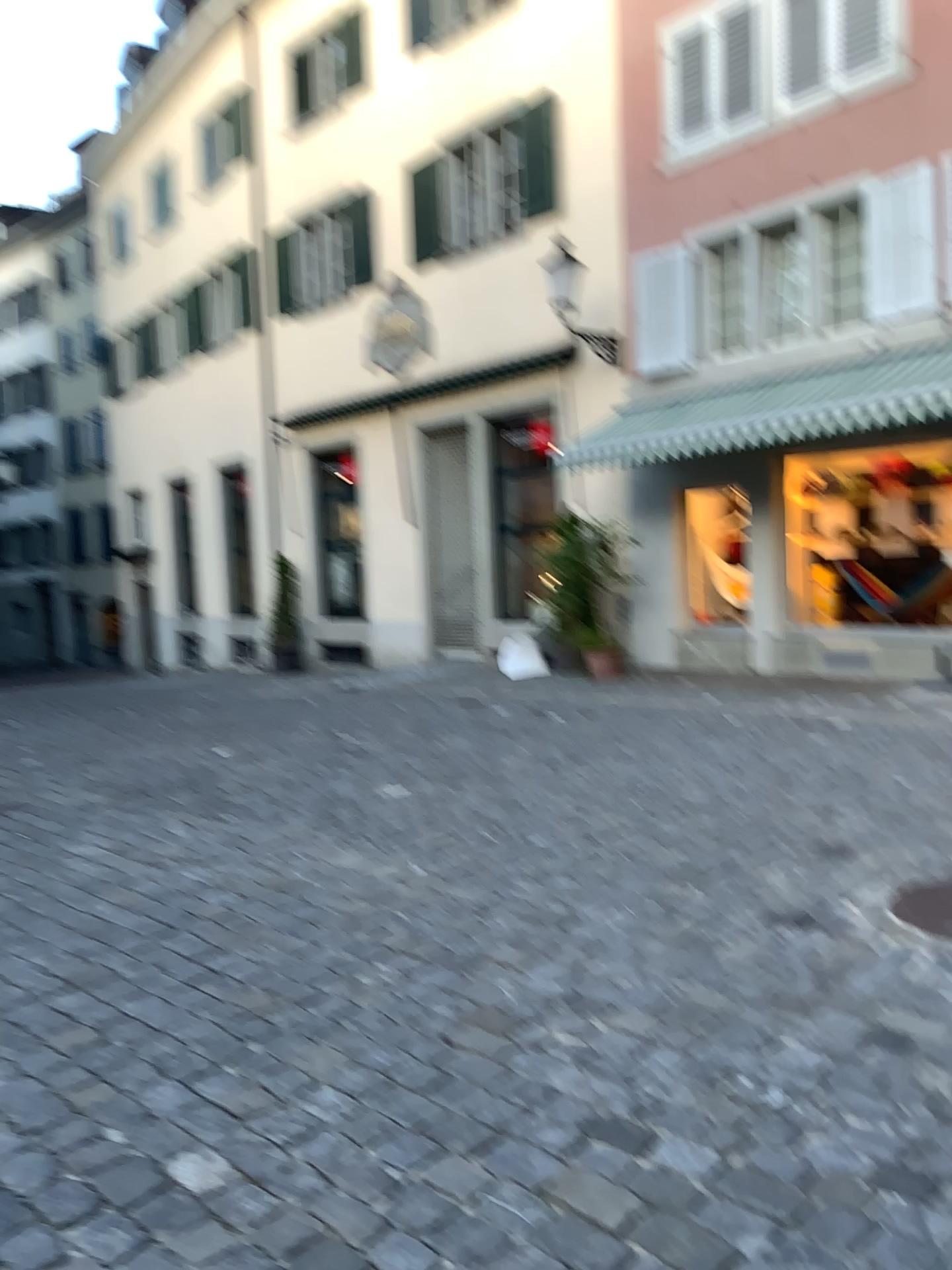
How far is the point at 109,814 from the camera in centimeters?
548cm
